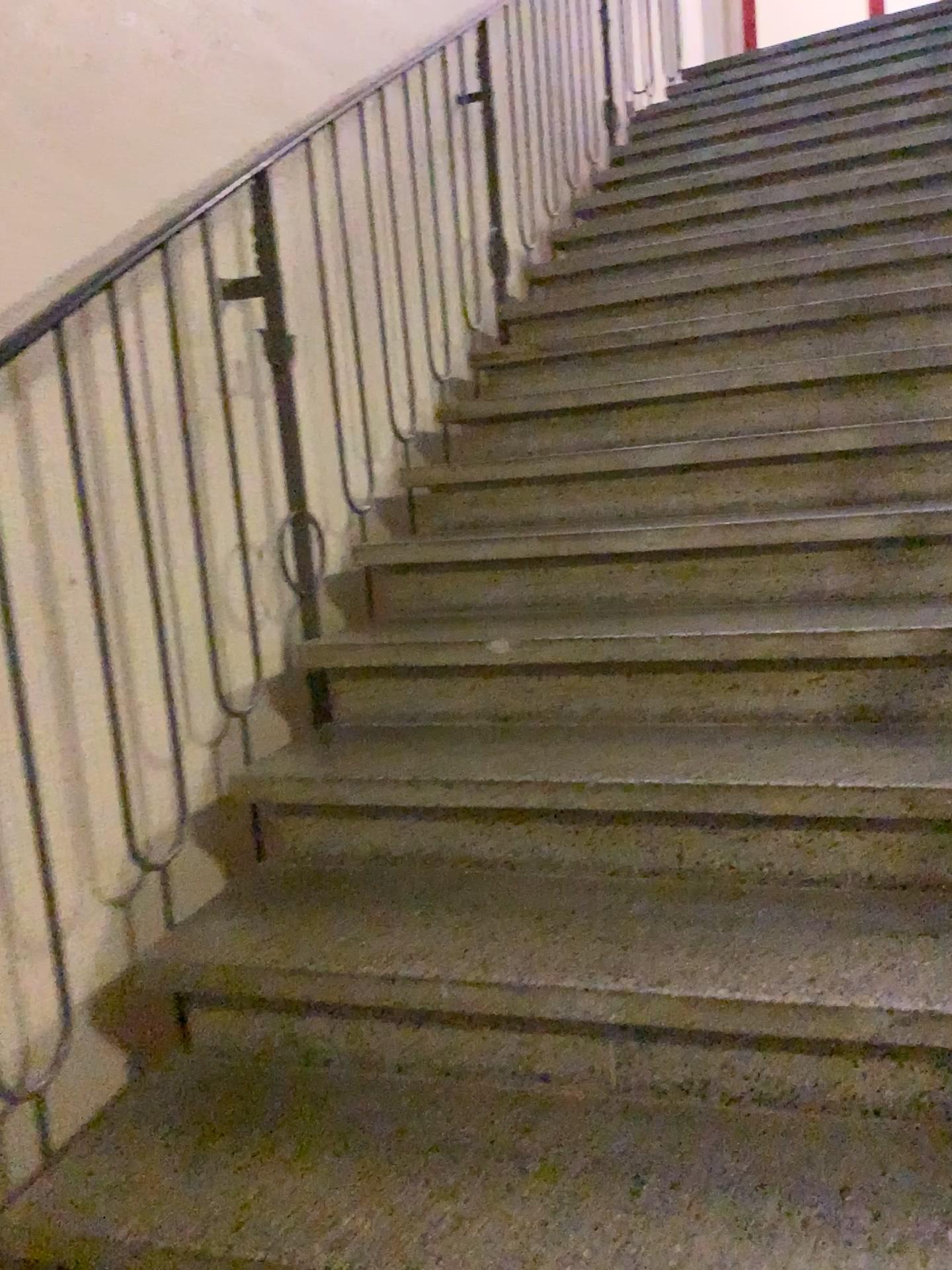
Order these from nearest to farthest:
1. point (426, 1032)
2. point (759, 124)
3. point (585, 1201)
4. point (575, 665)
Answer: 1. point (585, 1201)
2. point (426, 1032)
3. point (575, 665)
4. point (759, 124)
